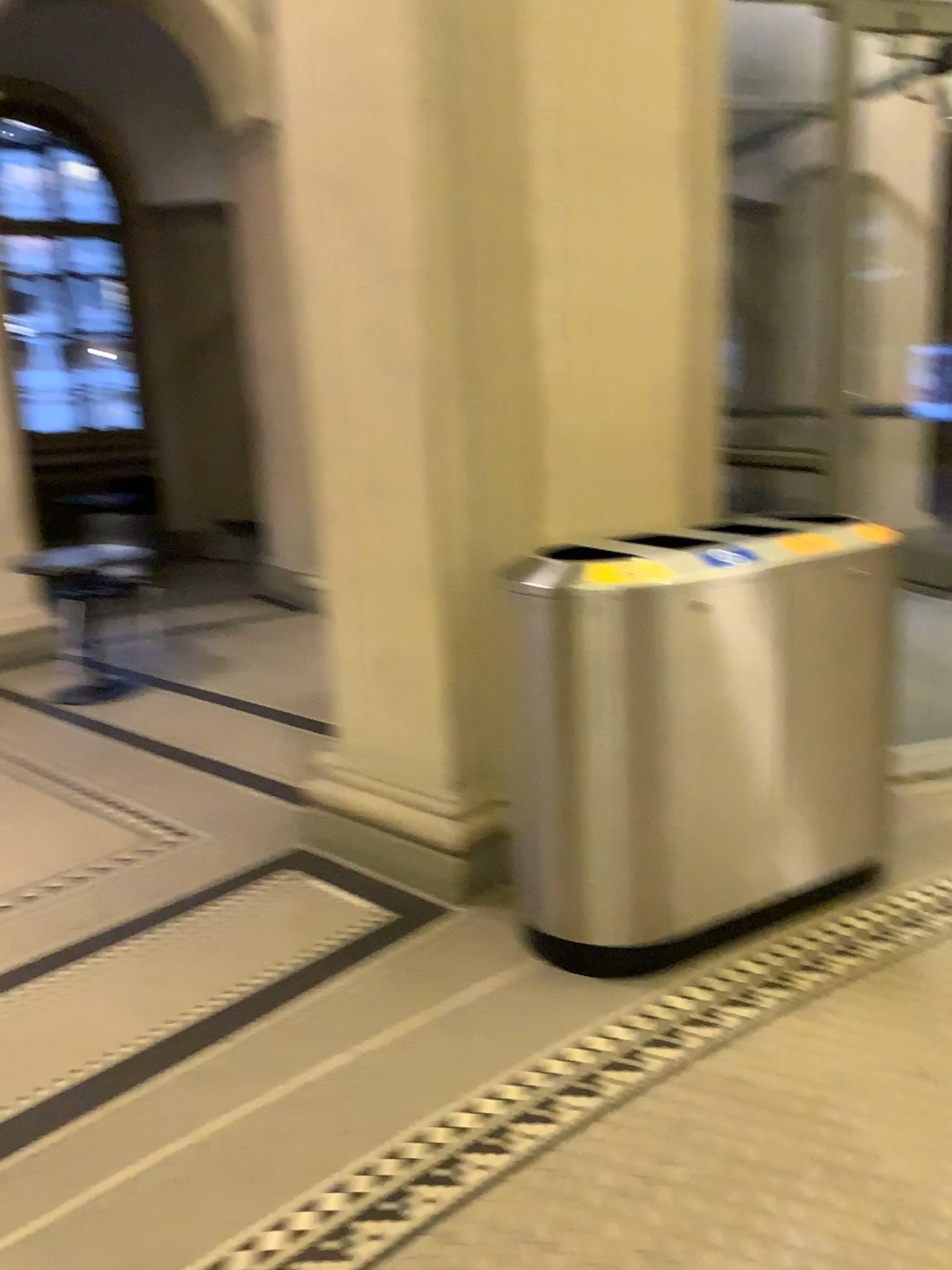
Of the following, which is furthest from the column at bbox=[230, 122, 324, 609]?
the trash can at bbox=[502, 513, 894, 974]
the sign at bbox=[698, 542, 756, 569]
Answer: the sign at bbox=[698, 542, 756, 569]

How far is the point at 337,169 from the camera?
2.76m

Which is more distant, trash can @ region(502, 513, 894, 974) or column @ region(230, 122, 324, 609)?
column @ region(230, 122, 324, 609)

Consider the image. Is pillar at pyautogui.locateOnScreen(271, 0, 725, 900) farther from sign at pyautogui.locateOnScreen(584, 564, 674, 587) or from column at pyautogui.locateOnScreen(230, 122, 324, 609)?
sign at pyautogui.locateOnScreen(584, 564, 674, 587)

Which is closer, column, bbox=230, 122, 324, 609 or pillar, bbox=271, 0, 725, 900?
pillar, bbox=271, 0, 725, 900

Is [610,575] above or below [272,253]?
below

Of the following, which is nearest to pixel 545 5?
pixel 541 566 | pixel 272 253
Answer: pixel 272 253

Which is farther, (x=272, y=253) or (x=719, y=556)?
(x=272, y=253)

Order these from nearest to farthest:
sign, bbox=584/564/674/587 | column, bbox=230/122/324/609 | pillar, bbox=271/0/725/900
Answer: sign, bbox=584/564/674/587 → pillar, bbox=271/0/725/900 → column, bbox=230/122/324/609
